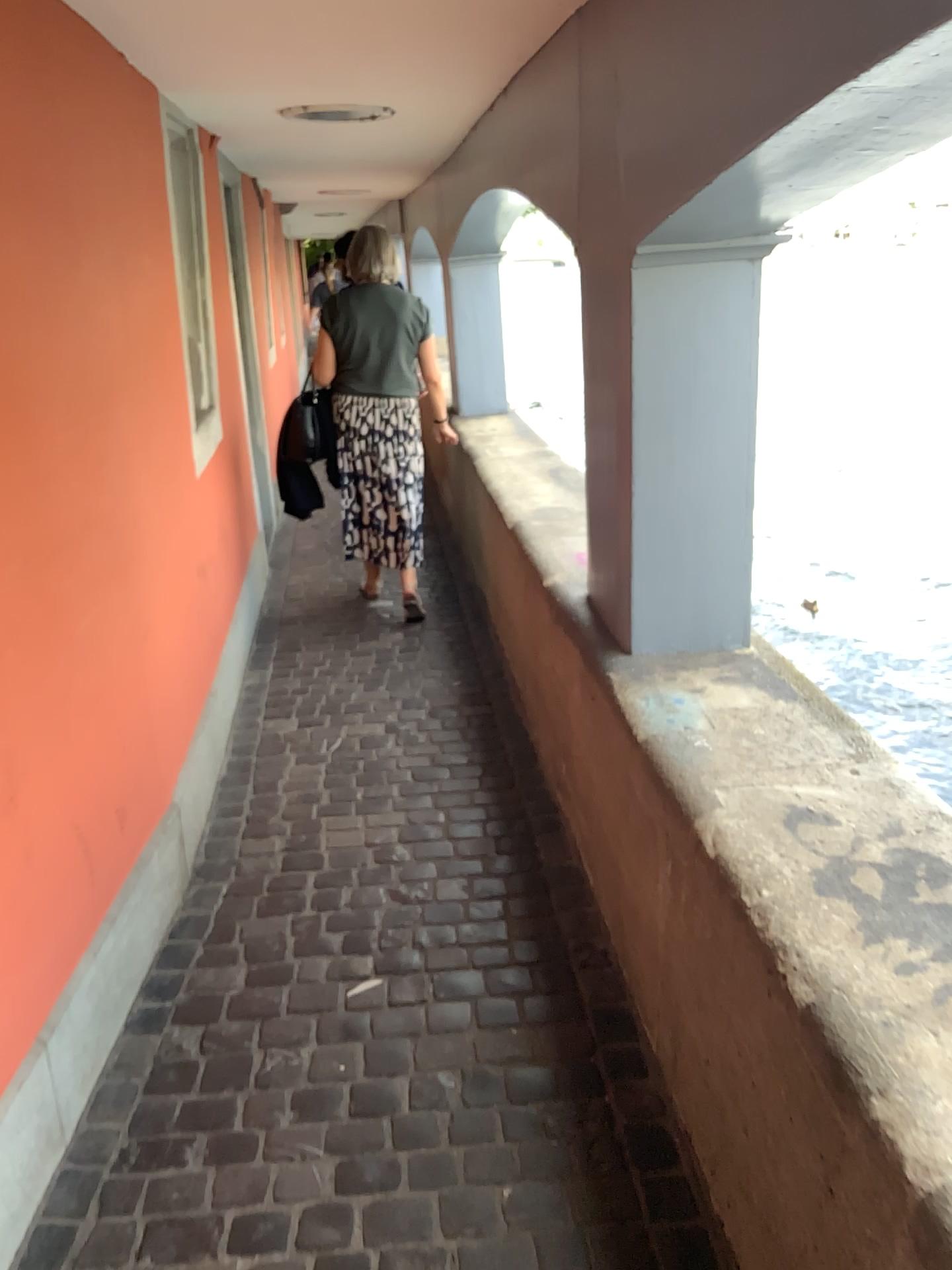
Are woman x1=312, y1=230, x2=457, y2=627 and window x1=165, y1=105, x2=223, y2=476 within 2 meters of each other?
yes

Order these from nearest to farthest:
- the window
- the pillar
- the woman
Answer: → 1. the pillar
2. the window
3. the woman

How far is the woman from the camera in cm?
439

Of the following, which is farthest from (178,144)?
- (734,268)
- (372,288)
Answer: (734,268)

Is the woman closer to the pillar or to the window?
the window

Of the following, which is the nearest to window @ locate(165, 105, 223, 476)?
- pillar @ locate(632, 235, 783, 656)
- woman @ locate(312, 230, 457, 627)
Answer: woman @ locate(312, 230, 457, 627)

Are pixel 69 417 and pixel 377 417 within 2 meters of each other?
no

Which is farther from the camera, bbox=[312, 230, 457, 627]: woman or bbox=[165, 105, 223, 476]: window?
bbox=[312, 230, 457, 627]: woman

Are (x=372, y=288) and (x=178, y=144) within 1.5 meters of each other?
yes

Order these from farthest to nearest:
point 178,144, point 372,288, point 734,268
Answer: point 372,288
point 178,144
point 734,268
